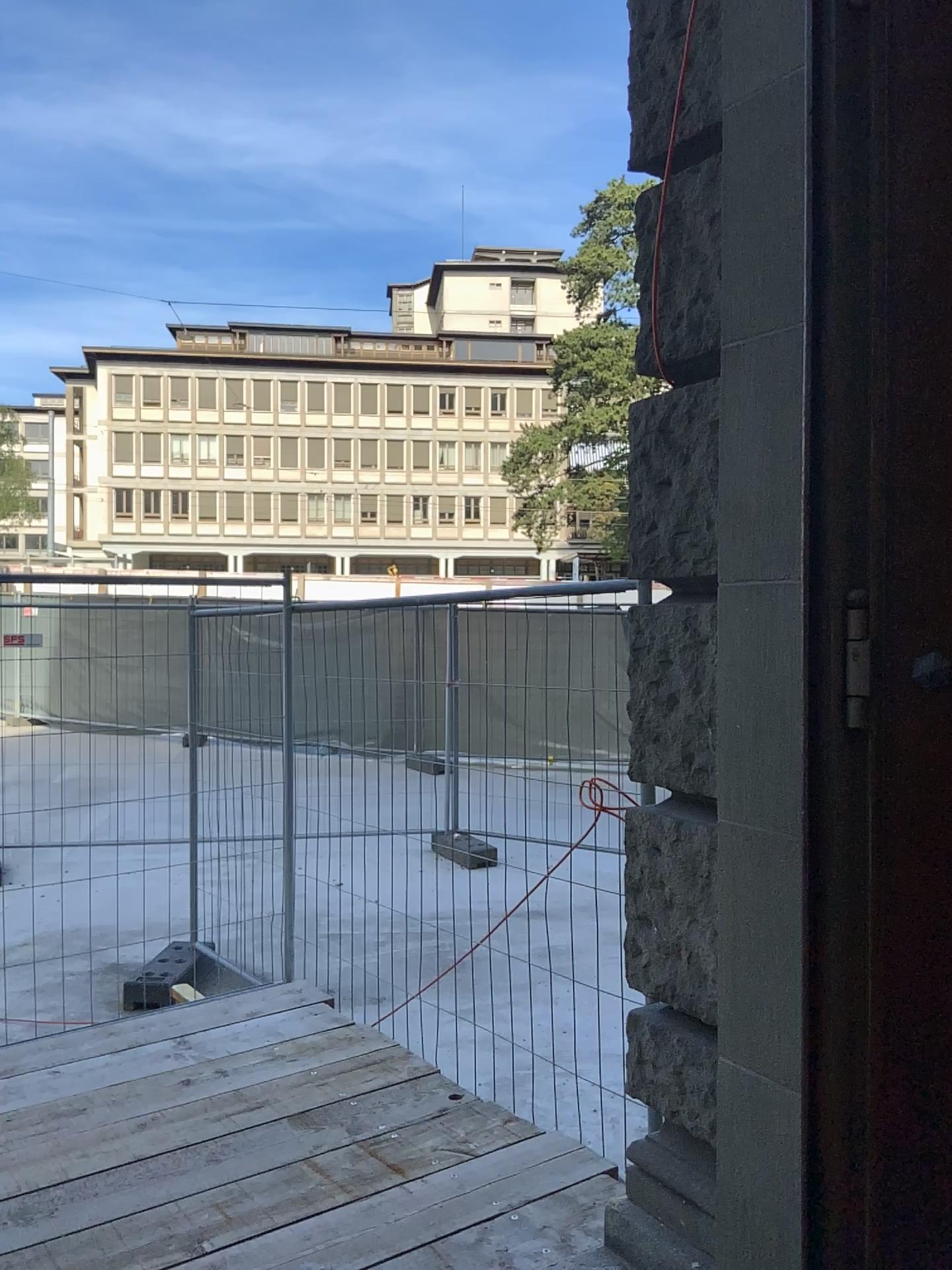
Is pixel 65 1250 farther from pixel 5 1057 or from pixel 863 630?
pixel 863 630

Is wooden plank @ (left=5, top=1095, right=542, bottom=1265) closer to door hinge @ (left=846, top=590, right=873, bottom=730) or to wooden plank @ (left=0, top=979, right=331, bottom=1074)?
wooden plank @ (left=0, top=979, right=331, bottom=1074)

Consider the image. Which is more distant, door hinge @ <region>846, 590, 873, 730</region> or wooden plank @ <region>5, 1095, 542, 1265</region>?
wooden plank @ <region>5, 1095, 542, 1265</region>

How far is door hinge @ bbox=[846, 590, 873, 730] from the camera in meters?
1.8 m

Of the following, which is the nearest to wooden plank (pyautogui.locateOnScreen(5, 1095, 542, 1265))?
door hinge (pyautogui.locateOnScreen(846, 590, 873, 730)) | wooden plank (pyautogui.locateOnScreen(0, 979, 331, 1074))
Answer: wooden plank (pyautogui.locateOnScreen(0, 979, 331, 1074))

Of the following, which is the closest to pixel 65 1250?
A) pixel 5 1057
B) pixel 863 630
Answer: pixel 5 1057

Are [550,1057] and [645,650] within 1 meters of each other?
no

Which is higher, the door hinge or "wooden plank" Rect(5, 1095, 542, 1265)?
the door hinge

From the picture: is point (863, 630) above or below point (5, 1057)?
above

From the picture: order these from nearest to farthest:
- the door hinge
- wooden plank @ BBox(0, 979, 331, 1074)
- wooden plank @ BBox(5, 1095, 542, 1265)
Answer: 1. the door hinge
2. wooden plank @ BBox(5, 1095, 542, 1265)
3. wooden plank @ BBox(0, 979, 331, 1074)
